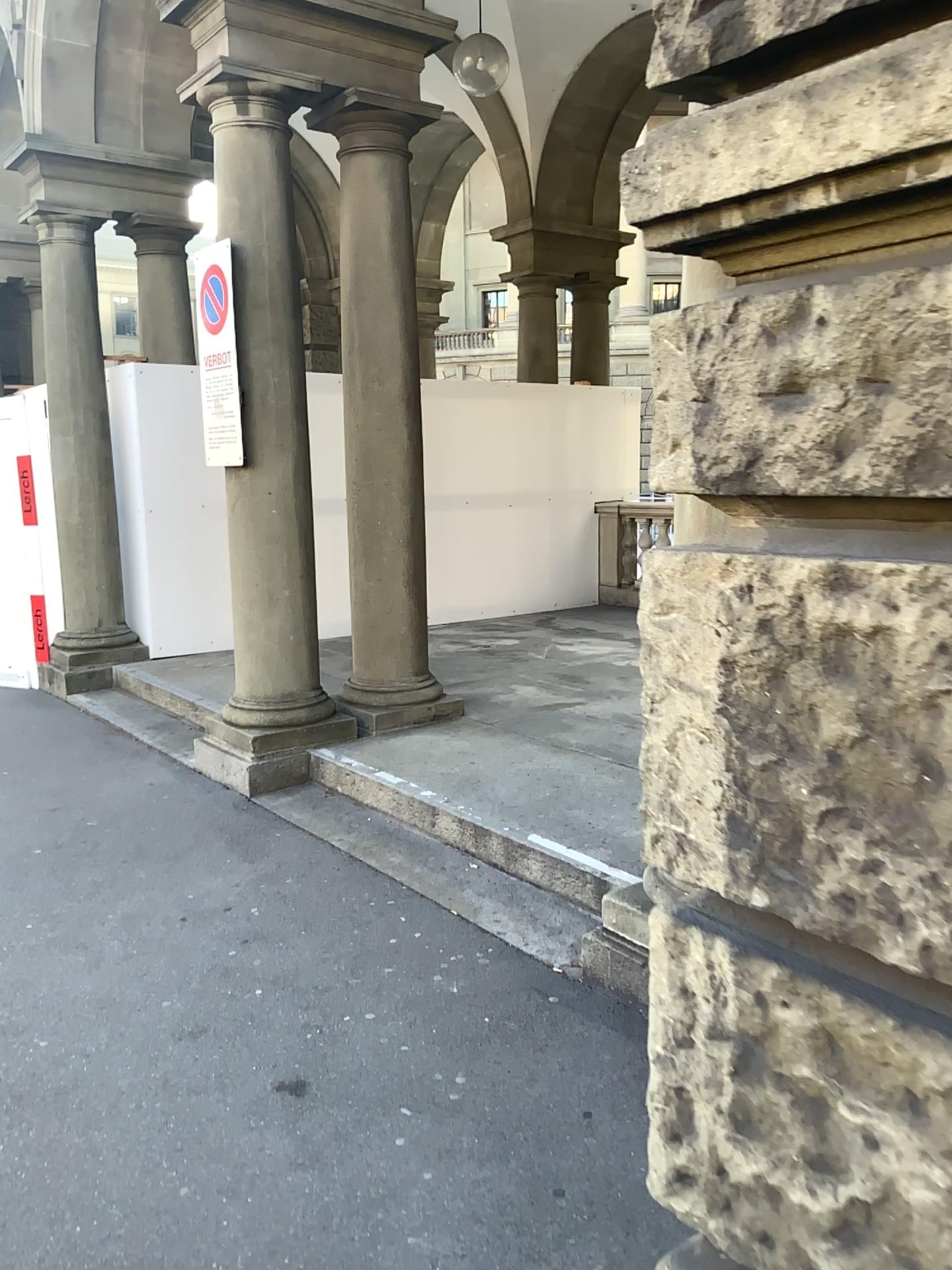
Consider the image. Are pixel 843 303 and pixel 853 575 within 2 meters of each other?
yes
